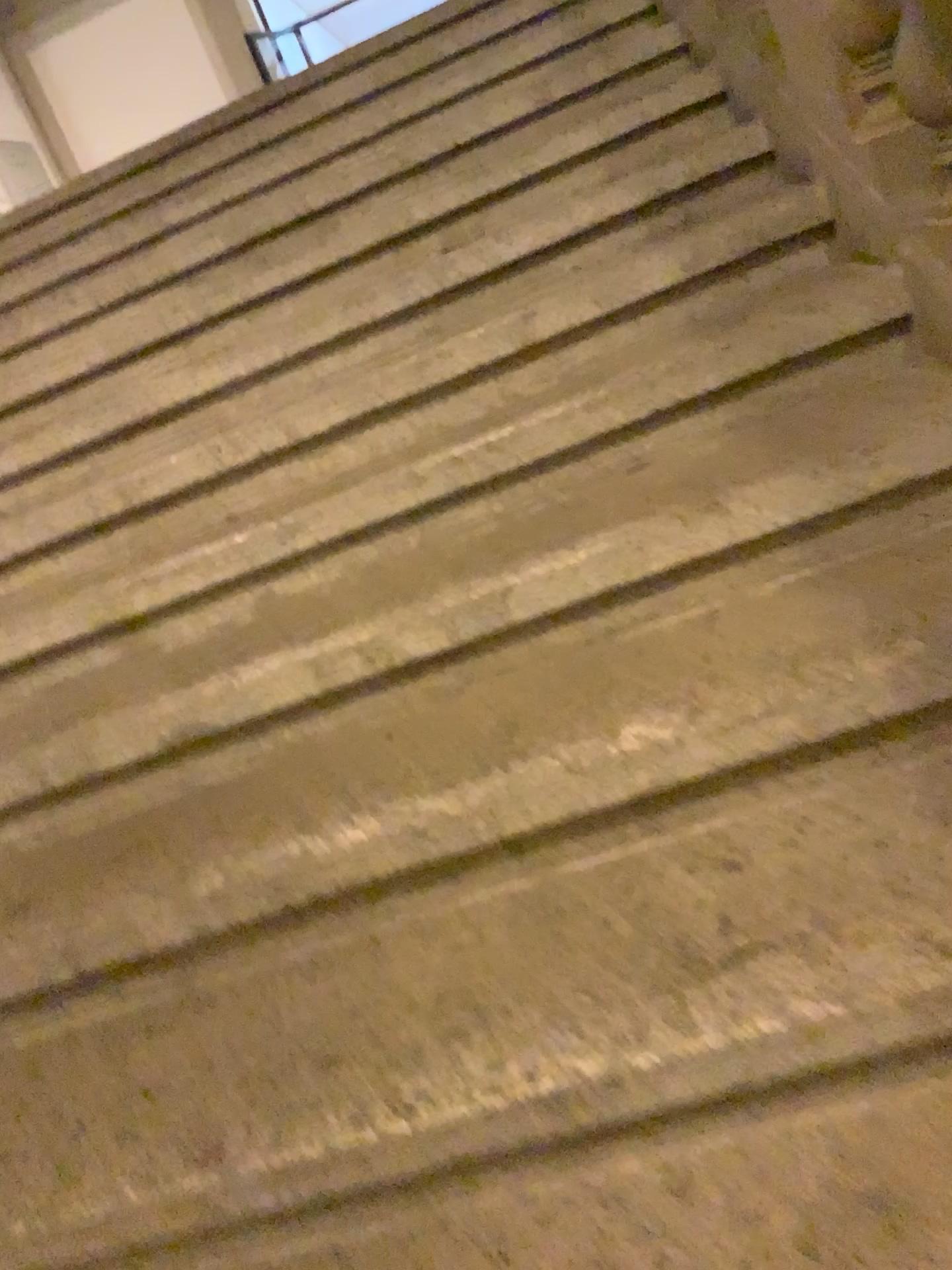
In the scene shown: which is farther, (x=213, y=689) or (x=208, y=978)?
(x=213, y=689)
